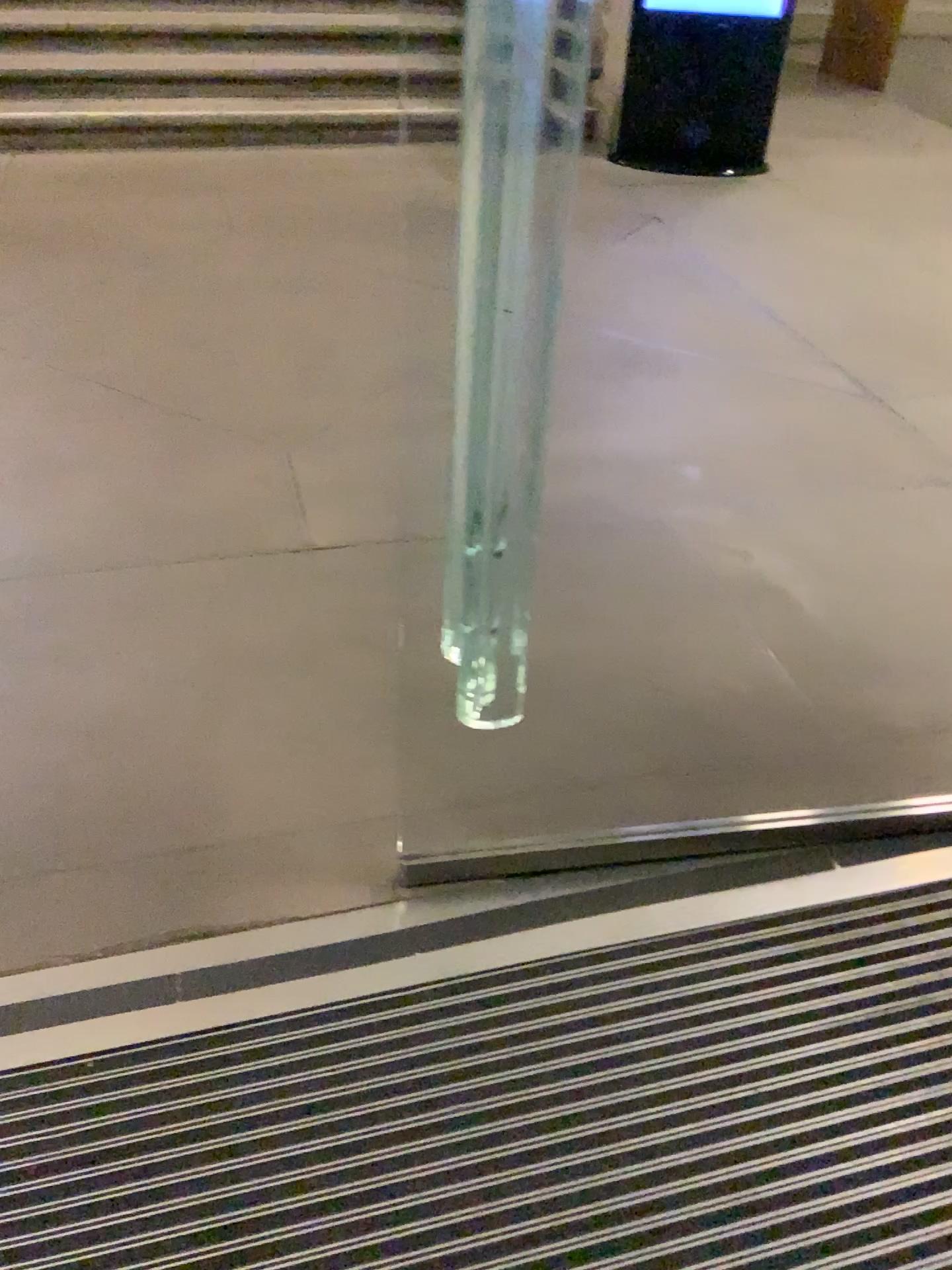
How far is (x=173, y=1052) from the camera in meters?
1.4

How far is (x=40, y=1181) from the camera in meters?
1.3

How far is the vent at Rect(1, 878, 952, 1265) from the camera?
1.3m
